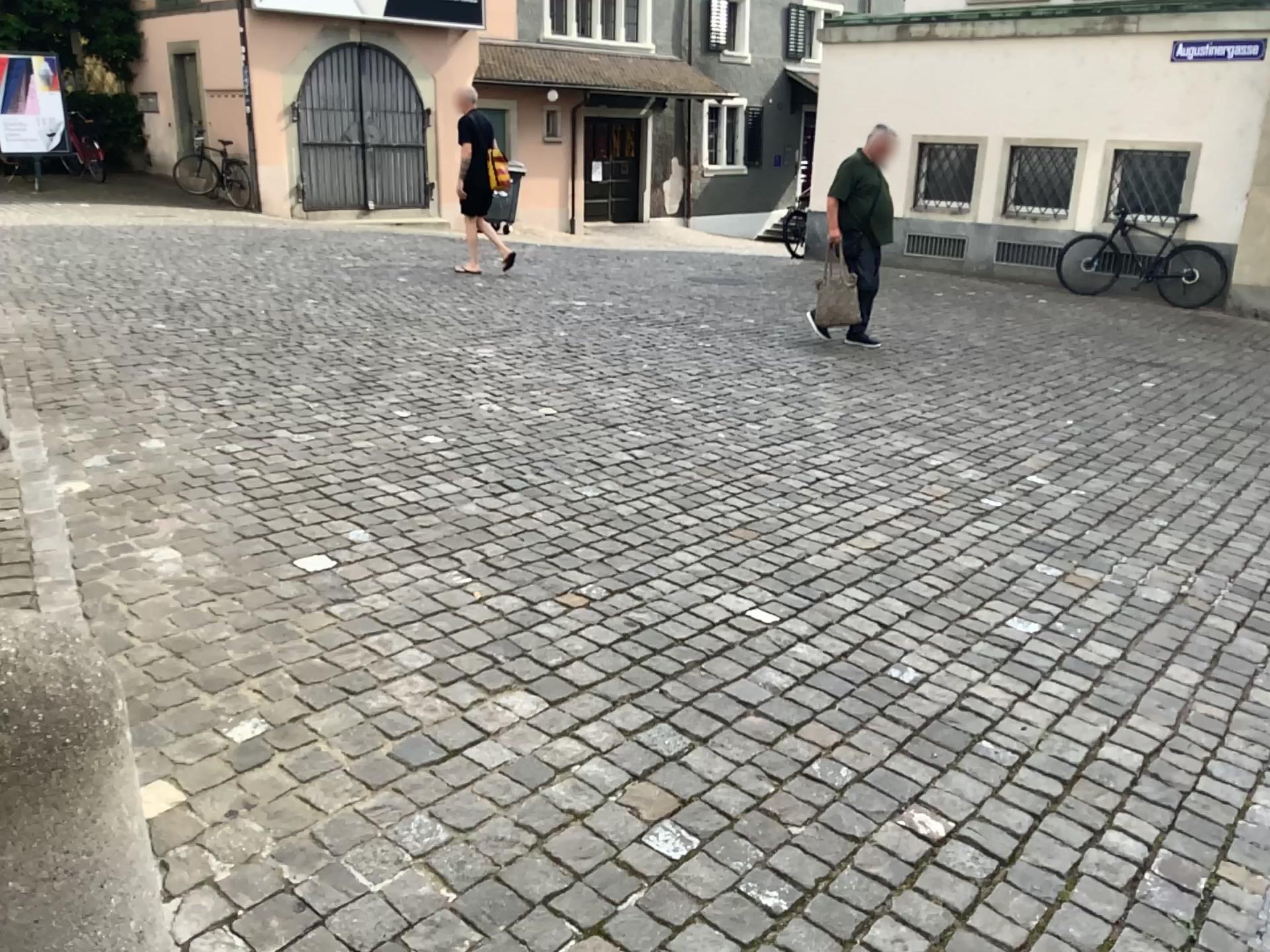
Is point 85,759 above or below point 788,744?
above

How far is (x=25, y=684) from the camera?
1.4m

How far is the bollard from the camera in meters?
1.4
